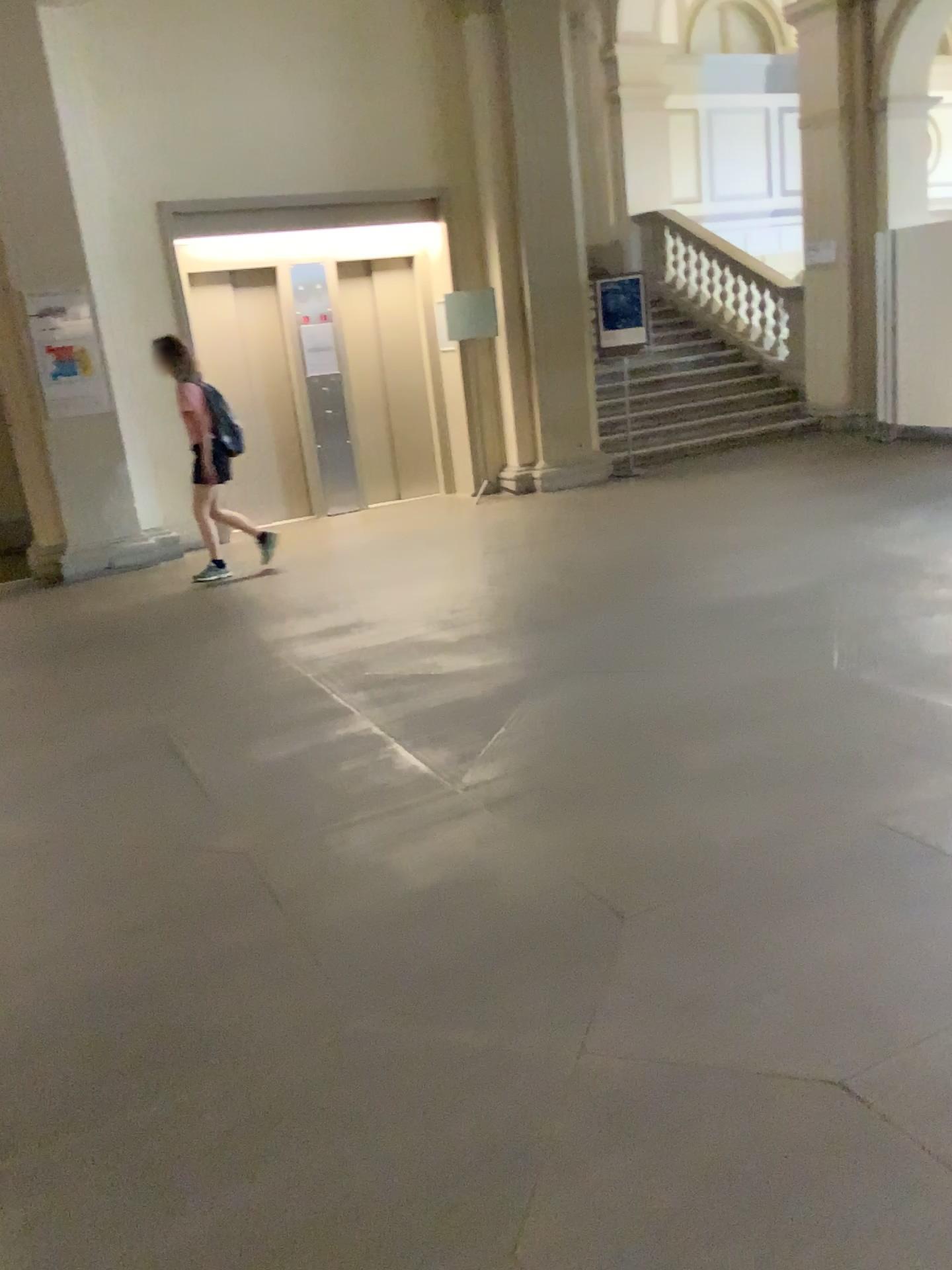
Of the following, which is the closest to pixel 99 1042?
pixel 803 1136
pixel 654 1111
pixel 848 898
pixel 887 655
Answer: pixel 654 1111
